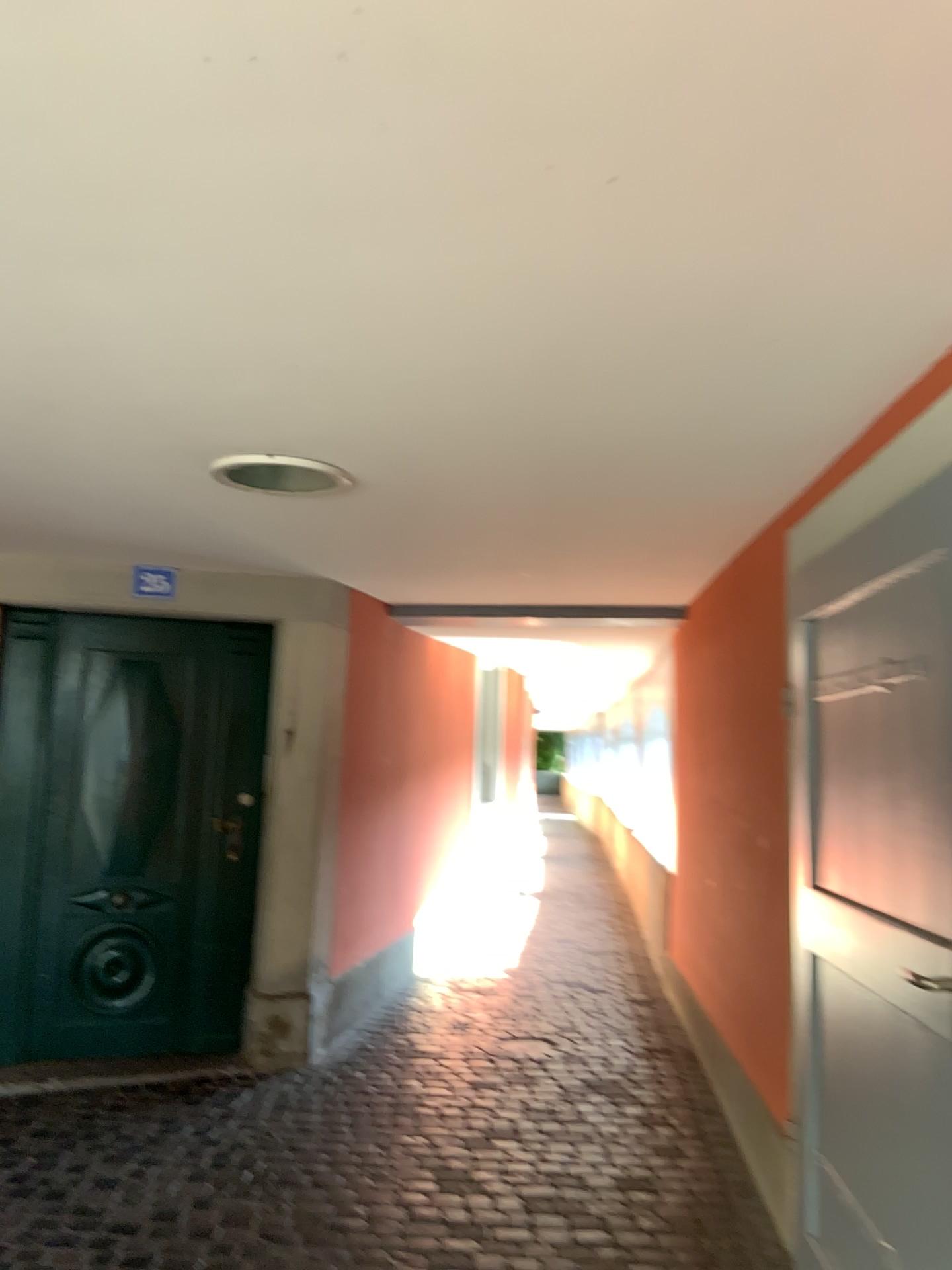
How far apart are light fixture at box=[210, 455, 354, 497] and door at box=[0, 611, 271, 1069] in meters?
1.7 m

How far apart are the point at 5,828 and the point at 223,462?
2.4m

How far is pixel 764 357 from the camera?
2.0m

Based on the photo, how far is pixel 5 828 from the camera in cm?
435

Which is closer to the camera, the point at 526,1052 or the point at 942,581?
the point at 942,581

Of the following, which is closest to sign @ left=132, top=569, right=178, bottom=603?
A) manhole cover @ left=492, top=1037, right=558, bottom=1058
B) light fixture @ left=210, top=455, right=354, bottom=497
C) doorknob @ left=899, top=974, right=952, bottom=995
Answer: light fixture @ left=210, top=455, right=354, bottom=497

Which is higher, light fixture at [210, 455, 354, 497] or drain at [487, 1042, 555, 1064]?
light fixture at [210, 455, 354, 497]

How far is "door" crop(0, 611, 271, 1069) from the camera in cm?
435

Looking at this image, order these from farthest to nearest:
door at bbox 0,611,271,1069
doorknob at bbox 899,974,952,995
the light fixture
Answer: door at bbox 0,611,271,1069, the light fixture, doorknob at bbox 899,974,952,995

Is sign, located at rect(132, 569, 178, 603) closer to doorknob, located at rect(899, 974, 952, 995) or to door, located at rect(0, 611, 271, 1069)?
door, located at rect(0, 611, 271, 1069)
